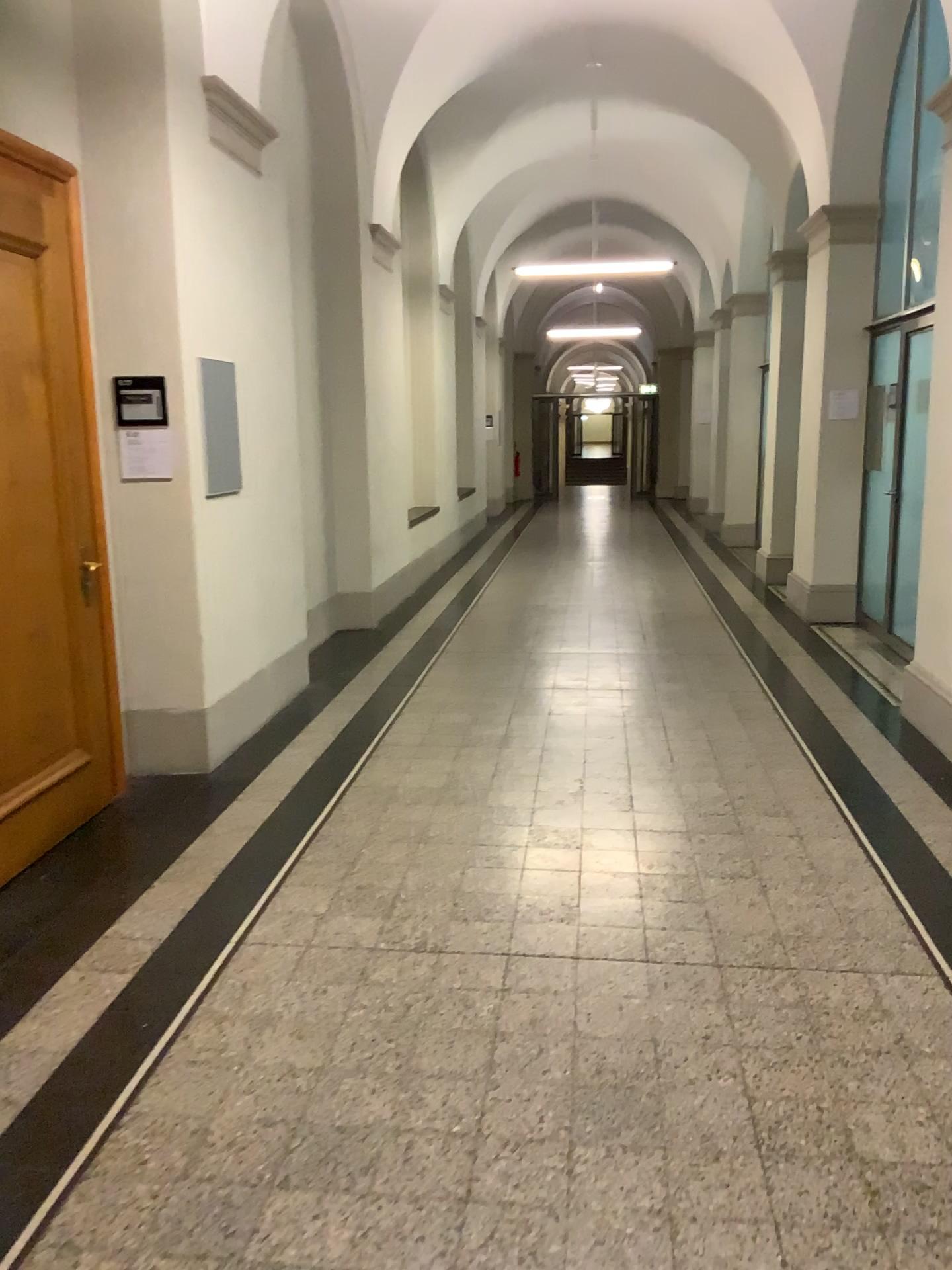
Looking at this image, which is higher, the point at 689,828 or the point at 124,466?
the point at 124,466
